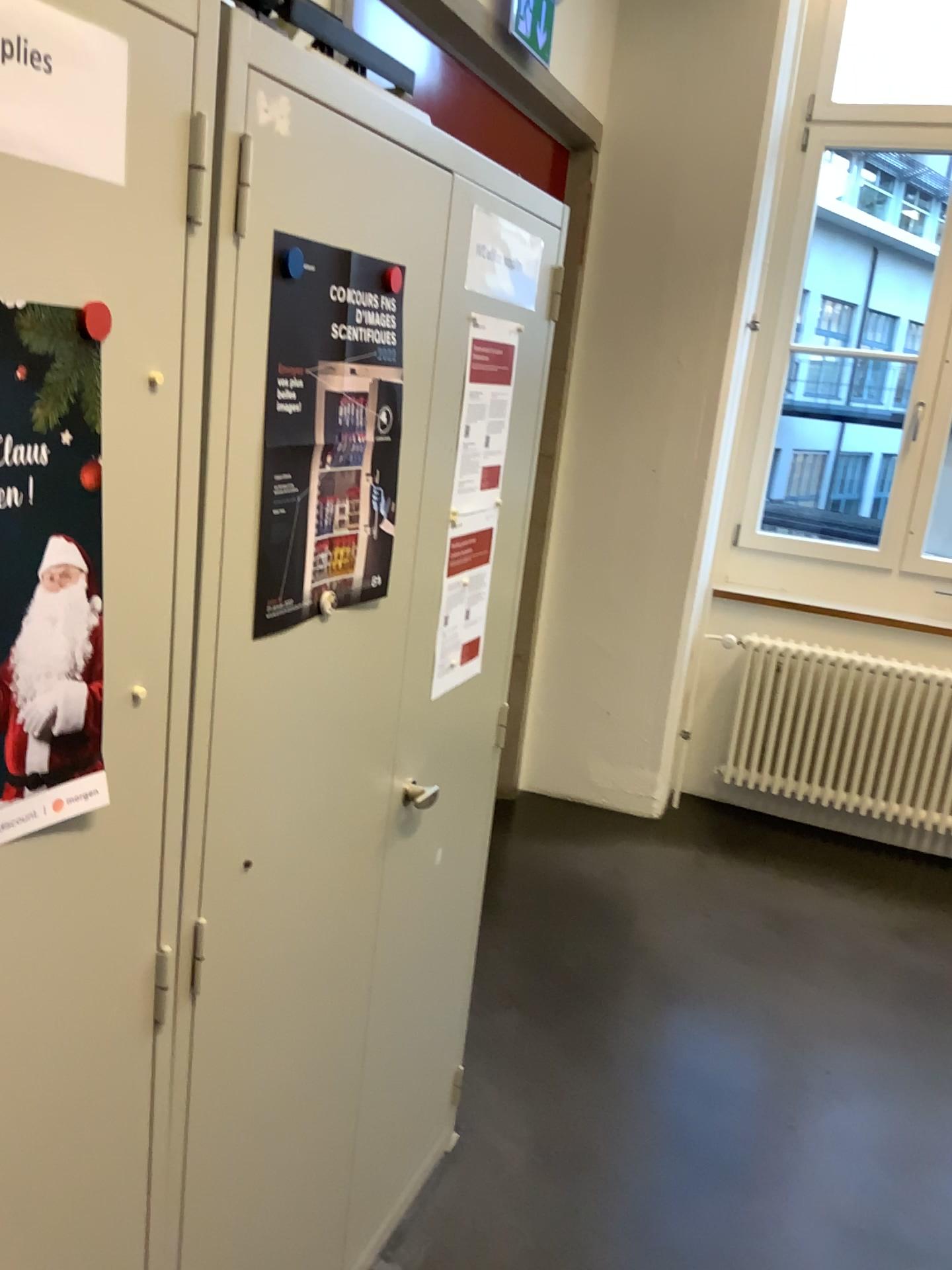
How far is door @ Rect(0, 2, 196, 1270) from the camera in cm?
81

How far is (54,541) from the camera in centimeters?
84cm

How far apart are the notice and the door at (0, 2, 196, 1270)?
0.7 meters

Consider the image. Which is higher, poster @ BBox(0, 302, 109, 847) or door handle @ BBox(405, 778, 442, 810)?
poster @ BBox(0, 302, 109, 847)

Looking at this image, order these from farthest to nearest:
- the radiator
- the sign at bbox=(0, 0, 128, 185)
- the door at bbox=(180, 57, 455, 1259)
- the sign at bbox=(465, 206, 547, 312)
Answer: the radiator → the sign at bbox=(465, 206, 547, 312) → the door at bbox=(180, 57, 455, 1259) → the sign at bbox=(0, 0, 128, 185)

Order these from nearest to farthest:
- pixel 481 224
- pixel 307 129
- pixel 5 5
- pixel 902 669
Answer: pixel 5 5 < pixel 307 129 < pixel 481 224 < pixel 902 669

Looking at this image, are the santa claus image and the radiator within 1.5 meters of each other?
no

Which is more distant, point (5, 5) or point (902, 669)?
point (902, 669)

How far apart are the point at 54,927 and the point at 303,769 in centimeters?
43cm

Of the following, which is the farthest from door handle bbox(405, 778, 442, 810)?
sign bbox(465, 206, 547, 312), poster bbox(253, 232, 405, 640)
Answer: sign bbox(465, 206, 547, 312)
